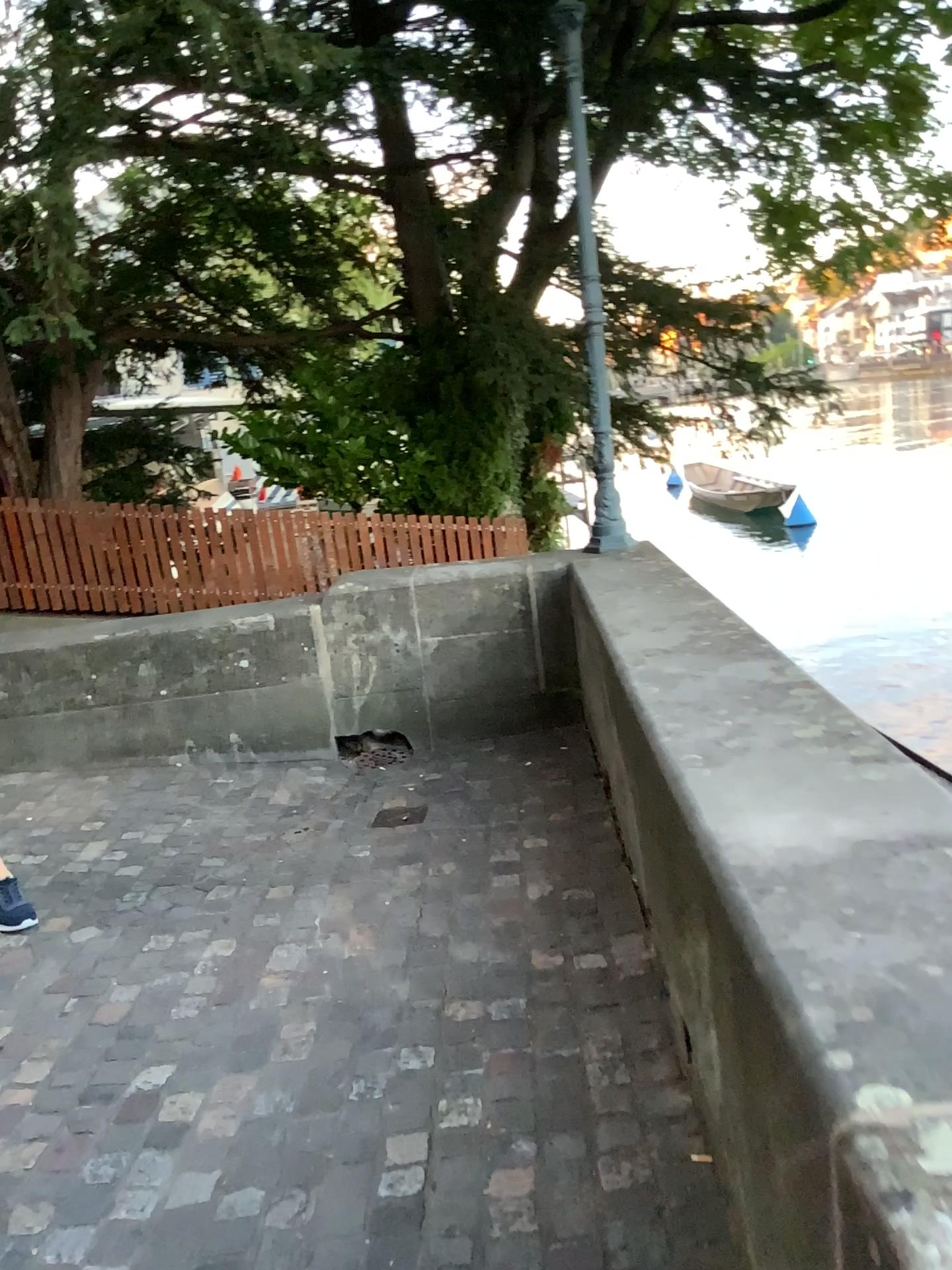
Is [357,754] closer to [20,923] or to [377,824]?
[377,824]

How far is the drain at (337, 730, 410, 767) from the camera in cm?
482

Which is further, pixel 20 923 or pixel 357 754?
pixel 357 754

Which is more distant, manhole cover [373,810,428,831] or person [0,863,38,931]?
manhole cover [373,810,428,831]

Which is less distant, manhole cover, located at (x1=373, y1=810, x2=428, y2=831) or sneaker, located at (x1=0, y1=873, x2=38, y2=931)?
sneaker, located at (x1=0, y1=873, x2=38, y2=931)

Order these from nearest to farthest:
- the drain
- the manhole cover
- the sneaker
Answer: the sneaker, the manhole cover, the drain

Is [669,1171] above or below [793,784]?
below

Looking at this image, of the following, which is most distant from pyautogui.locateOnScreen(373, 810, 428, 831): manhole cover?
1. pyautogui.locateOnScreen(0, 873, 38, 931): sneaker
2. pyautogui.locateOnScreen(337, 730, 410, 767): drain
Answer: pyautogui.locateOnScreen(0, 873, 38, 931): sneaker

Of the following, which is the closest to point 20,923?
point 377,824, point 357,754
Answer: point 377,824

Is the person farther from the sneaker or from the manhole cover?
the manhole cover
